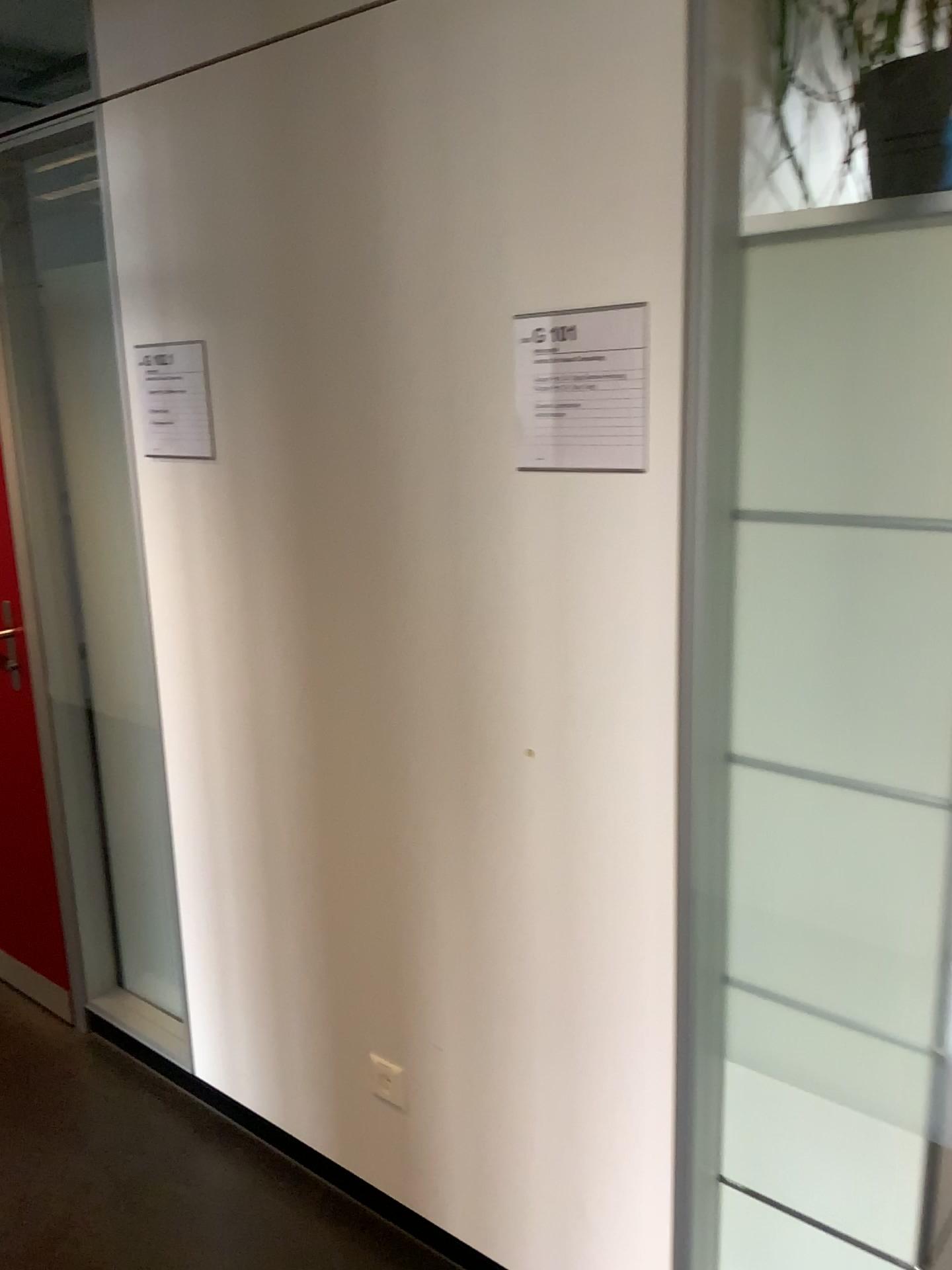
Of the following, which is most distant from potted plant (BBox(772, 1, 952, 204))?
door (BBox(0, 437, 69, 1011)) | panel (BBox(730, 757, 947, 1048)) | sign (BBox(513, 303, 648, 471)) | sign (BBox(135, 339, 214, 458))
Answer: door (BBox(0, 437, 69, 1011))

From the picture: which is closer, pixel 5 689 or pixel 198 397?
pixel 198 397

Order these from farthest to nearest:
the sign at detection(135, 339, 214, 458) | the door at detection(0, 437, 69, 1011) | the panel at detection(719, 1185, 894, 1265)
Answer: the door at detection(0, 437, 69, 1011)
the sign at detection(135, 339, 214, 458)
the panel at detection(719, 1185, 894, 1265)

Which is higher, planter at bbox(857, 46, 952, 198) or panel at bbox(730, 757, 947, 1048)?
planter at bbox(857, 46, 952, 198)

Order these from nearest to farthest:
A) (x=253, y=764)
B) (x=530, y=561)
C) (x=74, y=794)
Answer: (x=530, y=561) < (x=253, y=764) < (x=74, y=794)

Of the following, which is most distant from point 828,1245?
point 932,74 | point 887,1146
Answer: point 932,74

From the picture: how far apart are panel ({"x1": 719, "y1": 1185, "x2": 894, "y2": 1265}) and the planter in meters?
1.5 m

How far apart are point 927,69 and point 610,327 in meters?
0.5 m

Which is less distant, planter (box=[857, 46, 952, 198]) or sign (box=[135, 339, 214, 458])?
planter (box=[857, 46, 952, 198])

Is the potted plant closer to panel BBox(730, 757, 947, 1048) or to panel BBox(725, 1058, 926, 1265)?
panel BBox(730, 757, 947, 1048)
